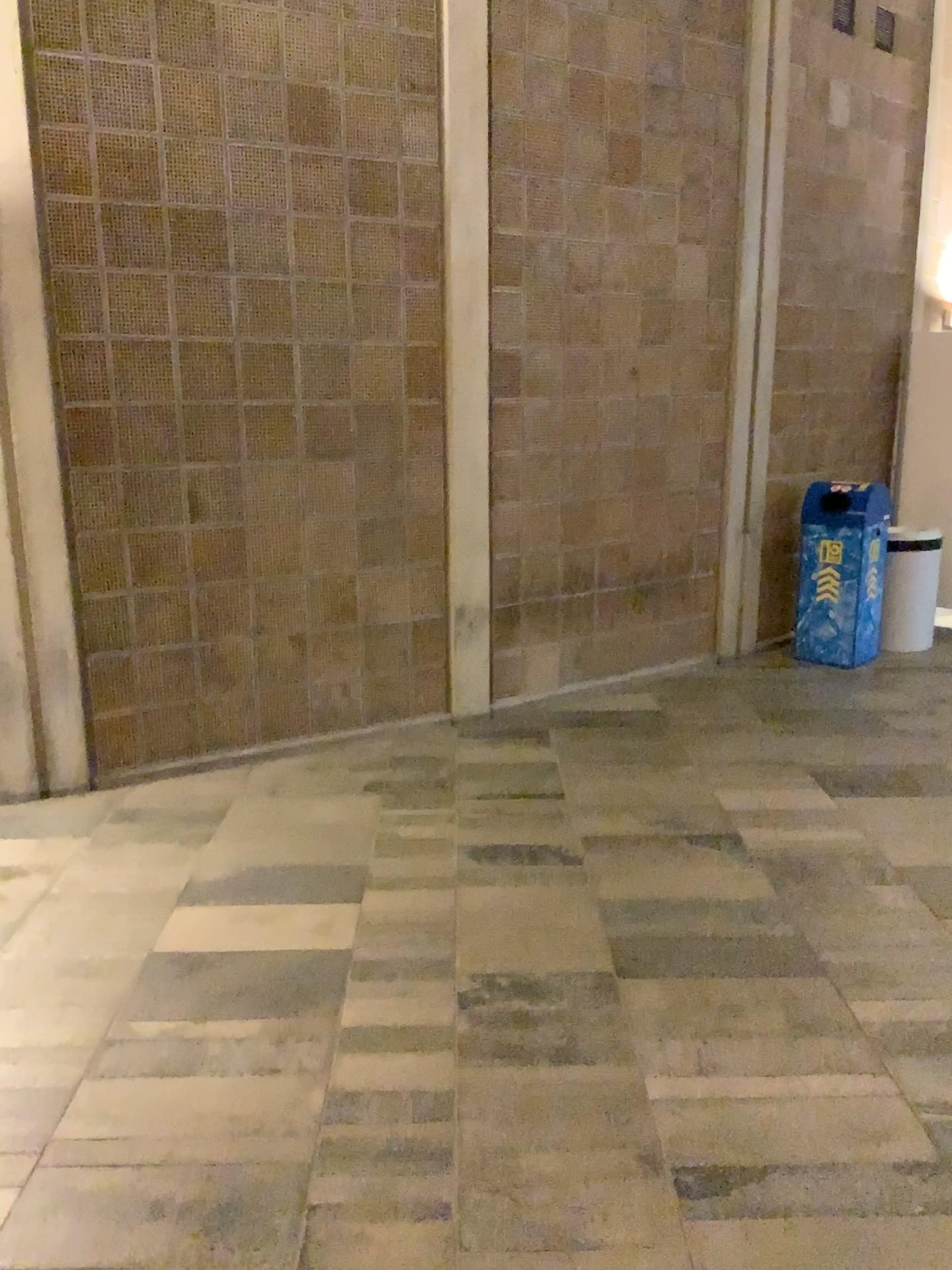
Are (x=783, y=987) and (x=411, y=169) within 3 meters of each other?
no
